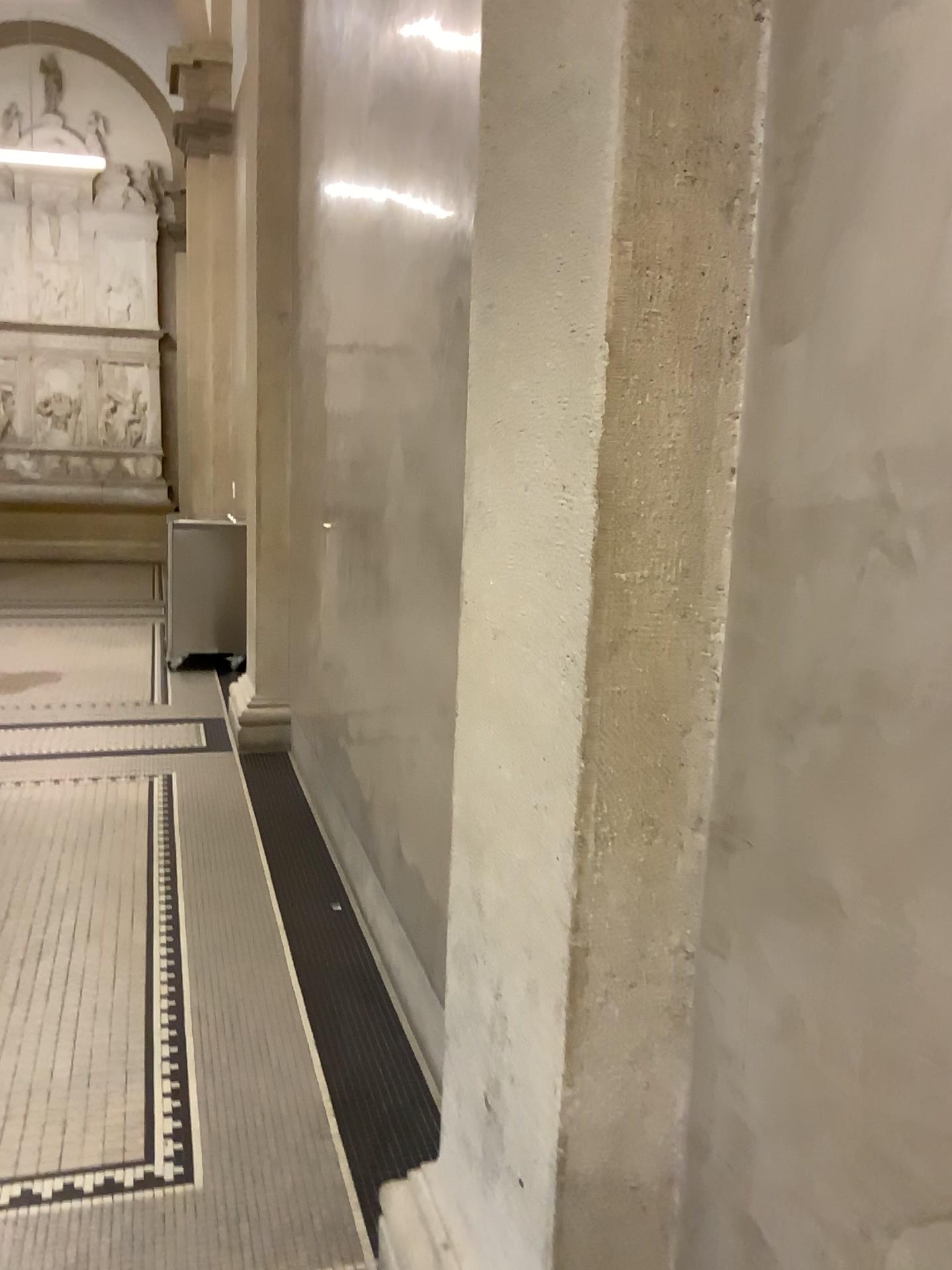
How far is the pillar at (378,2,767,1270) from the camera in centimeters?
116cm

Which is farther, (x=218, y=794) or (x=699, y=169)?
(x=218, y=794)

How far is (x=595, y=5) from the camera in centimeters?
116cm
